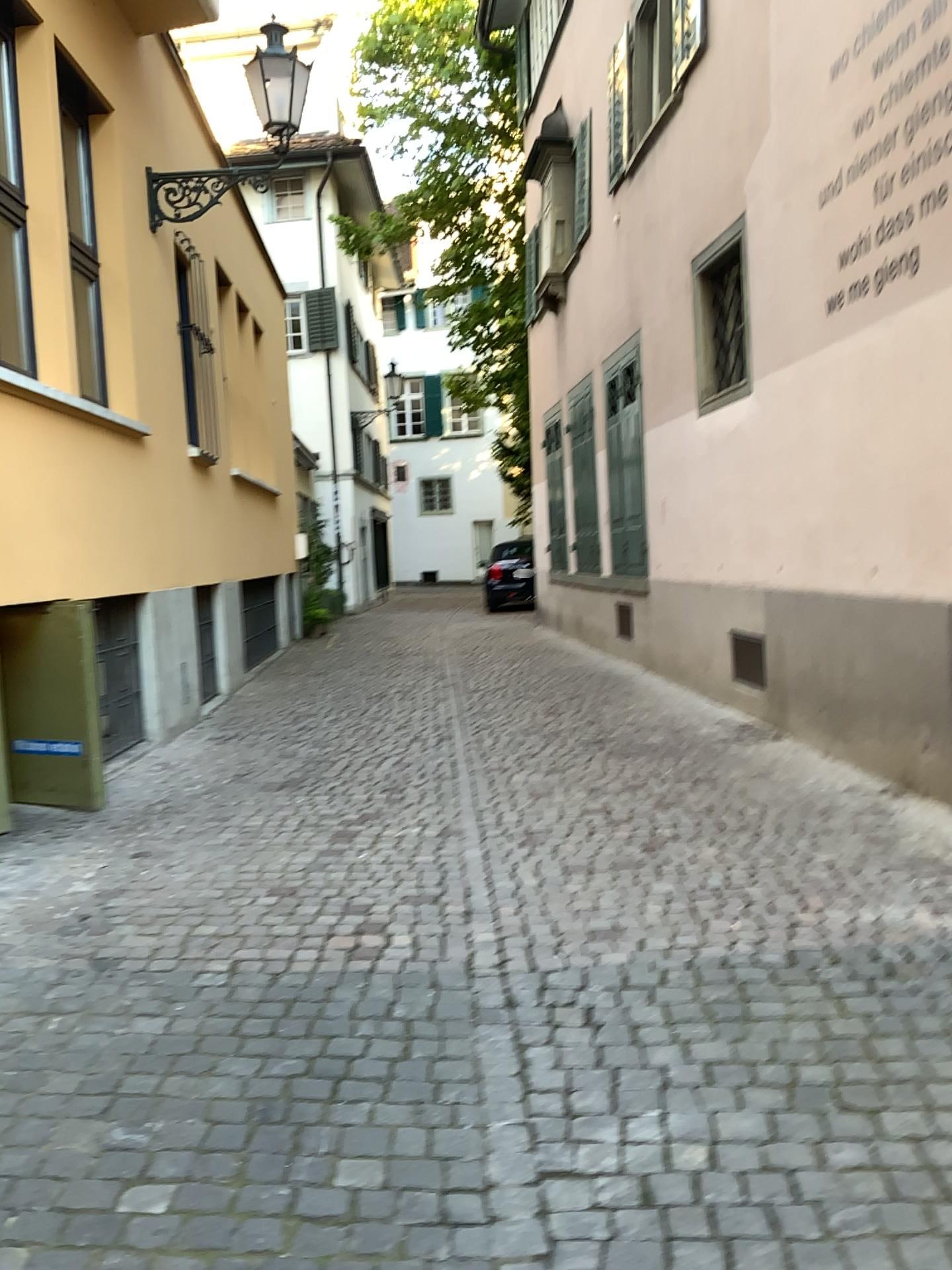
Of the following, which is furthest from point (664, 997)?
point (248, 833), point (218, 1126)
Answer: point (248, 833)
